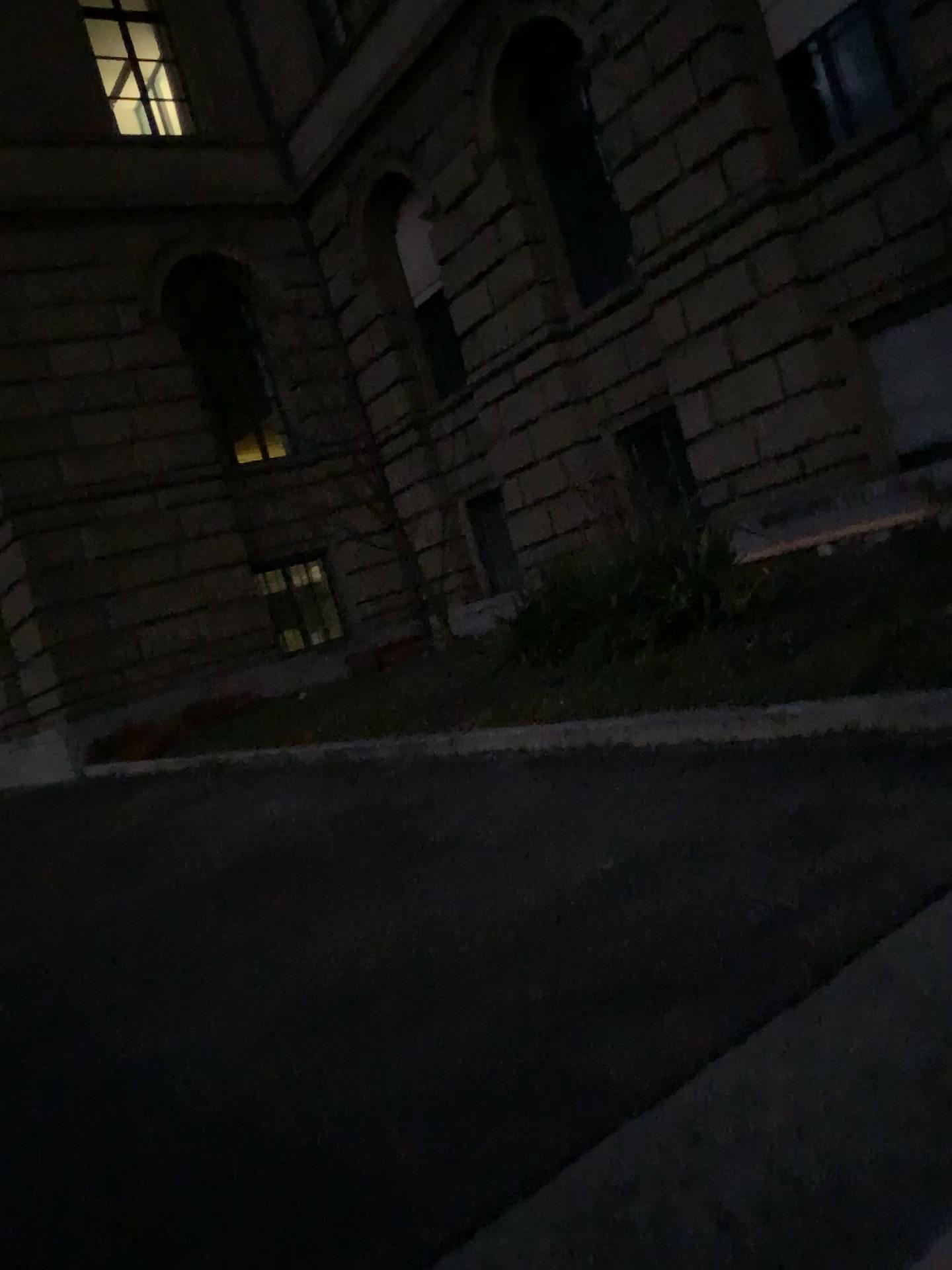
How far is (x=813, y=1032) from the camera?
1.86m
